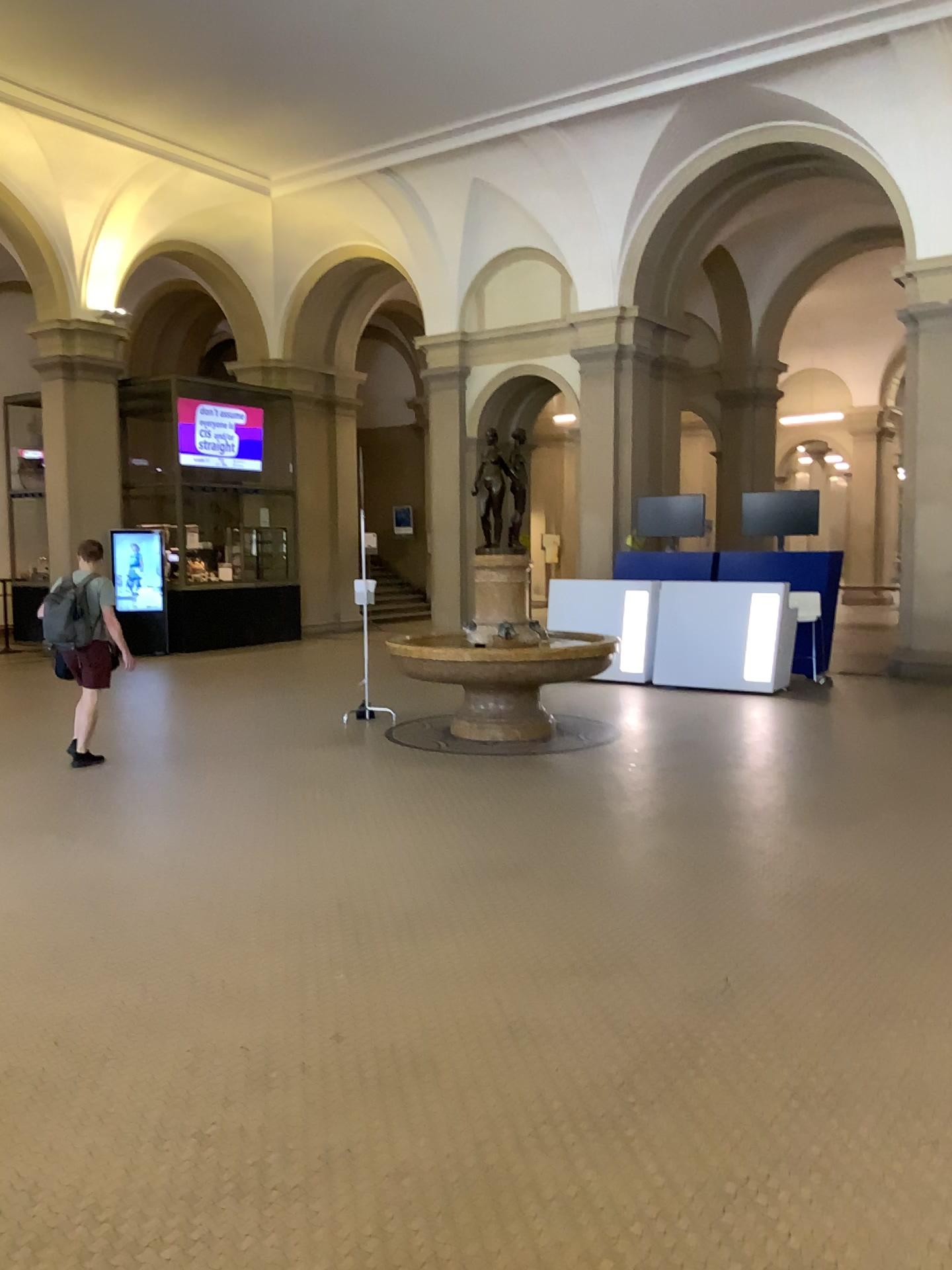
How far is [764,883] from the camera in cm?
470
